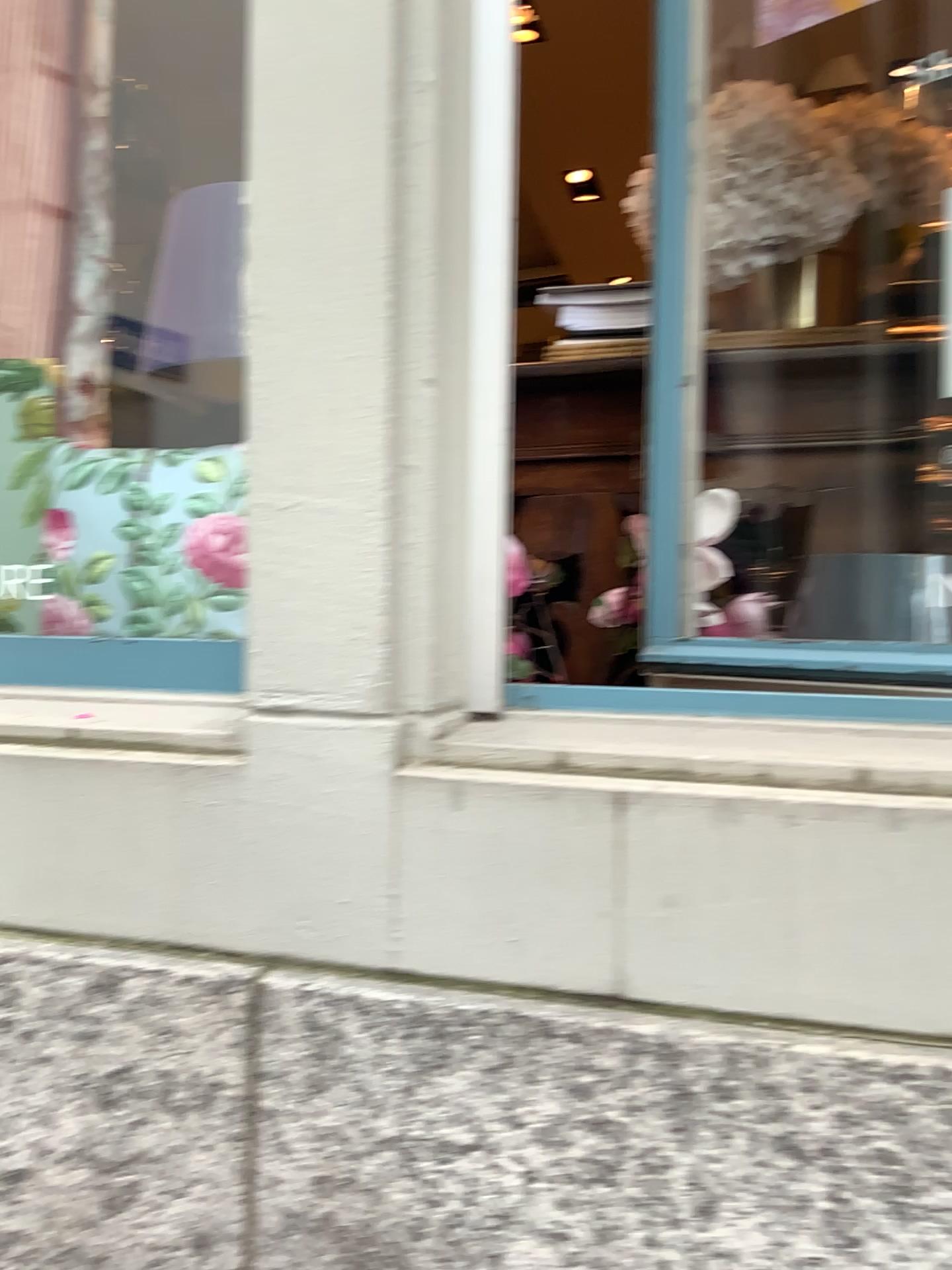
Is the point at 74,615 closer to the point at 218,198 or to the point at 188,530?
the point at 188,530

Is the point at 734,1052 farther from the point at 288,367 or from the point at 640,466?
the point at 640,466

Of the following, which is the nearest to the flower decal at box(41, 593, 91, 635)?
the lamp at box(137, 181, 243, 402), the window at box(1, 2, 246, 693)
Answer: the window at box(1, 2, 246, 693)

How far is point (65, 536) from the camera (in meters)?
1.06

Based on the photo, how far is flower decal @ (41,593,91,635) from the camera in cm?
103

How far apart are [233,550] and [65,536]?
0.3m

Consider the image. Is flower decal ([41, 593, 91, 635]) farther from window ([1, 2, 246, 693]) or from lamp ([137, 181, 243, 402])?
lamp ([137, 181, 243, 402])

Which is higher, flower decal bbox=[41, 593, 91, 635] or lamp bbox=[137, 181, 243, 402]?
lamp bbox=[137, 181, 243, 402]

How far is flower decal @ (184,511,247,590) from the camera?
0.9m
